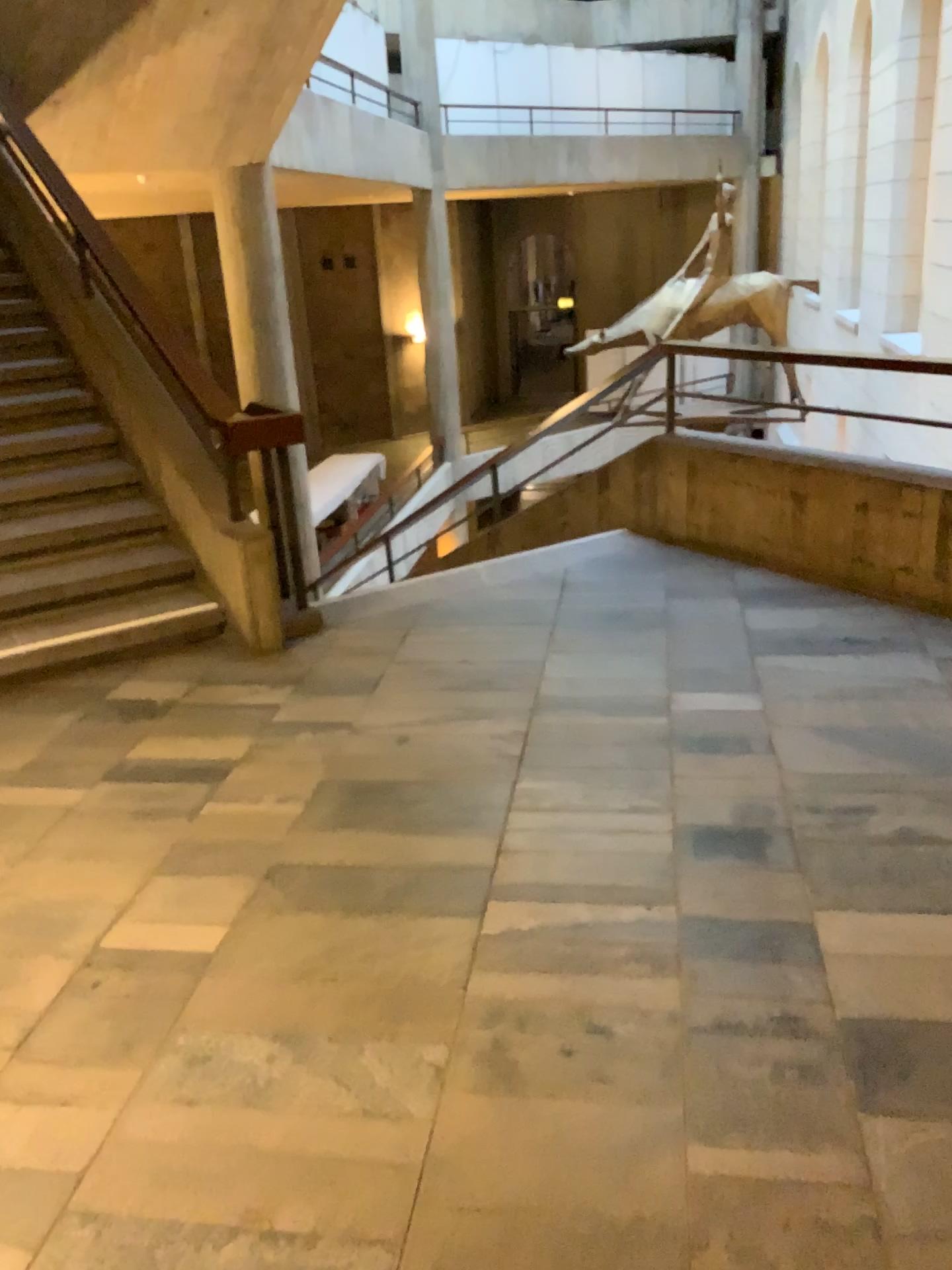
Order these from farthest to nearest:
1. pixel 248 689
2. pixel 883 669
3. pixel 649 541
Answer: pixel 649 541
pixel 248 689
pixel 883 669
